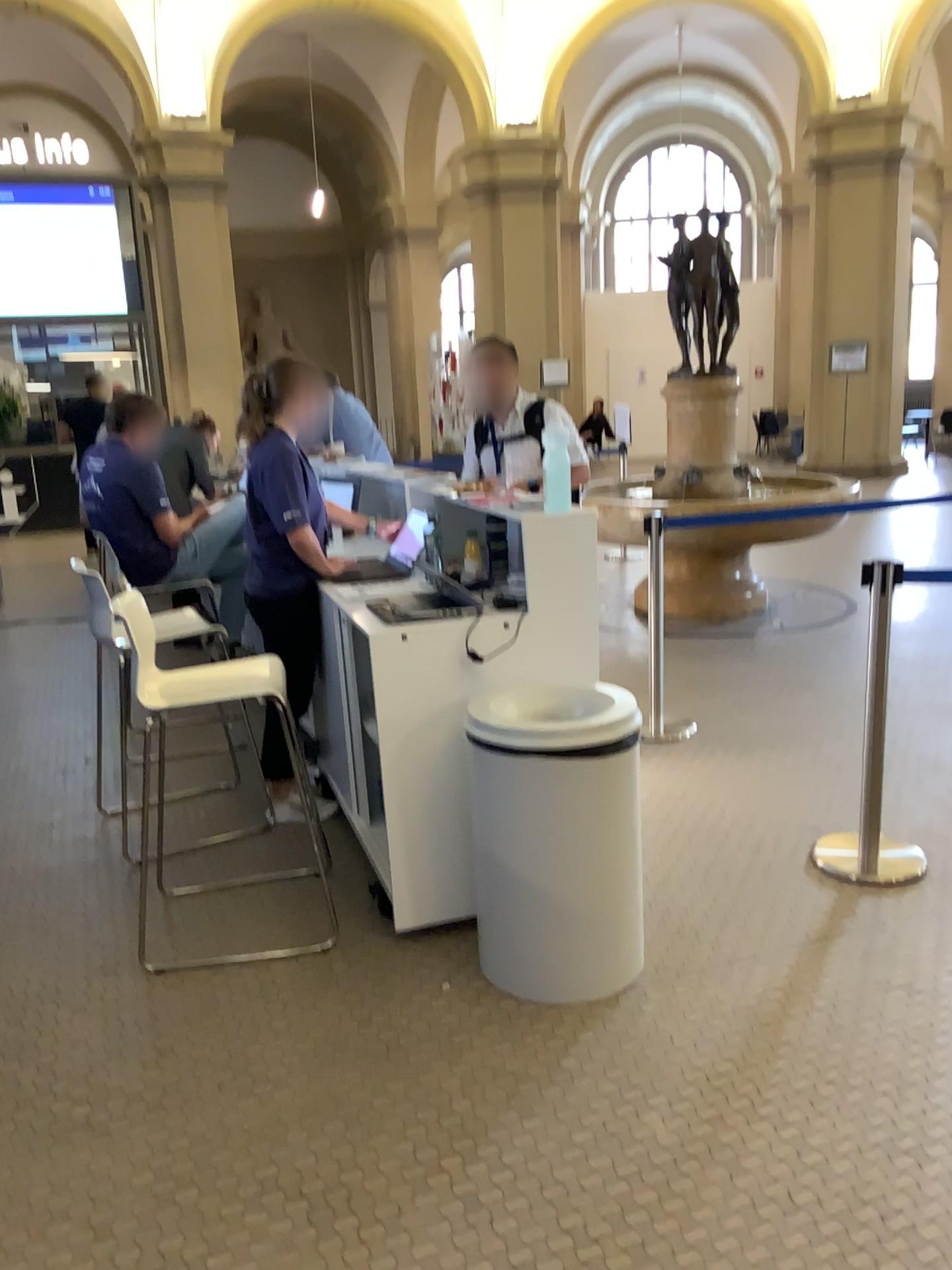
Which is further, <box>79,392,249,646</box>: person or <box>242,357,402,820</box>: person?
<box>79,392,249,646</box>: person

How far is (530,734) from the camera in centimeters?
255cm

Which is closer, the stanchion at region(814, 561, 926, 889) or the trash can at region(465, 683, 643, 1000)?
the trash can at region(465, 683, 643, 1000)

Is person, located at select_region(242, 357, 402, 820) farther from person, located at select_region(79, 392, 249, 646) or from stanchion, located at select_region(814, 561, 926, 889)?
stanchion, located at select_region(814, 561, 926, 889)

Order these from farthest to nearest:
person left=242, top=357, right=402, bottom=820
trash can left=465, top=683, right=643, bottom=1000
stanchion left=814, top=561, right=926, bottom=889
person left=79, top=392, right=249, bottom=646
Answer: person left=79, top=392, right=249, bottom=646 → person left=242, top=357, right=402, bottom=820 → stanchion left=814, top=561, right=926, bottom=889 → trash can left=465, top=683, right=643, bottom=1000

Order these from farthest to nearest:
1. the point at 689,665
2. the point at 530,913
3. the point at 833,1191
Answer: the point at 689,665
the point at 530,913
the point at 833,1191

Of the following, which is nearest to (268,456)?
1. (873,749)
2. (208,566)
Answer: (208,566)

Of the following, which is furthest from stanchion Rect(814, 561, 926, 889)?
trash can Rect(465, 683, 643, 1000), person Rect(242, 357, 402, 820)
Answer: person Rect(242, 357, 402, 820)

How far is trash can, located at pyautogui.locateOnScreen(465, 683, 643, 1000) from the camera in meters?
2.5

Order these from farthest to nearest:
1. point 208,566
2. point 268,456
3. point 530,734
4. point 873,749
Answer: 1. point 208,566
2. point 268,456
3. point 873,749
4. point 530,734
